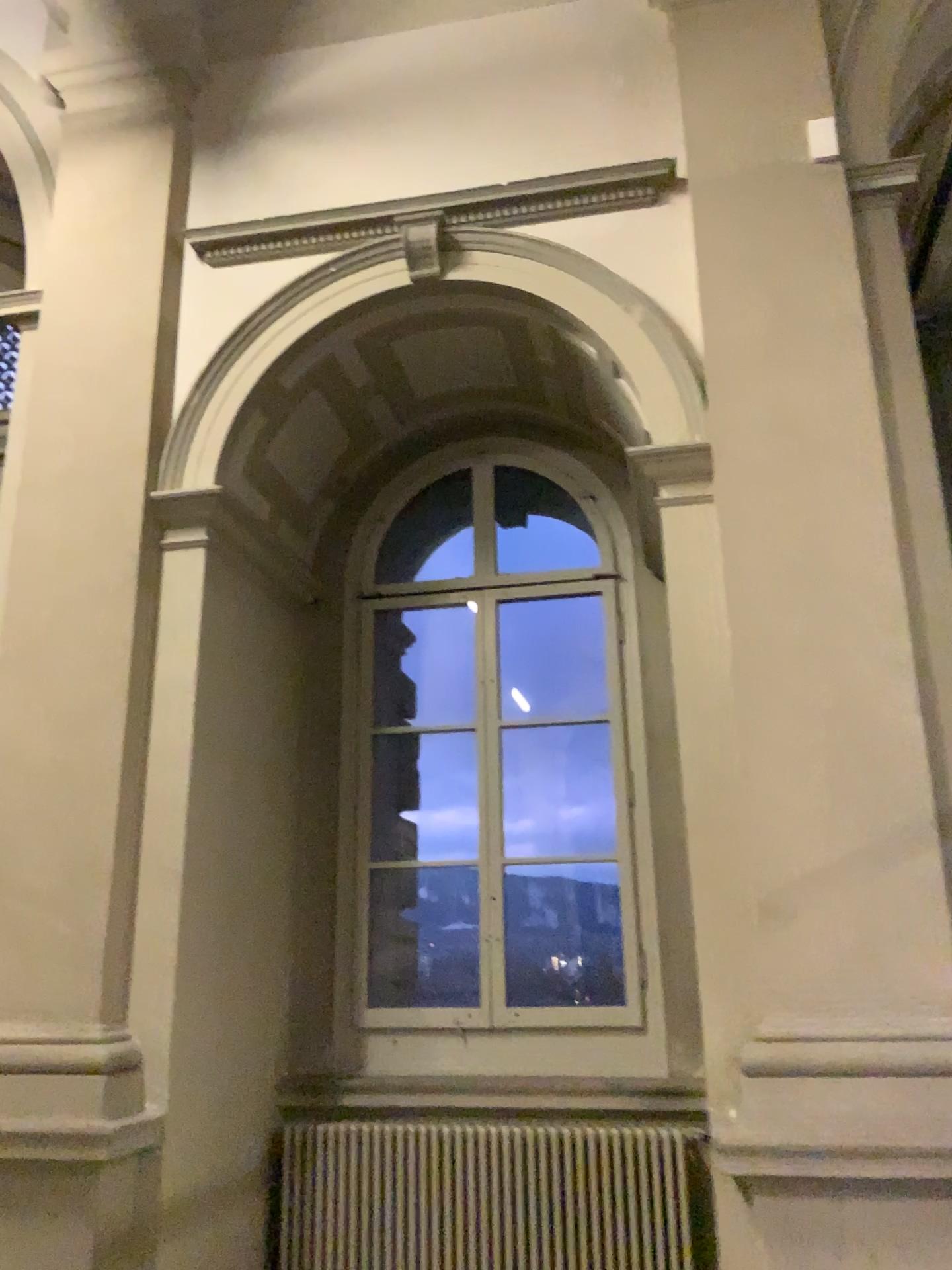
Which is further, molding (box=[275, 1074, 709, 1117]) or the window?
the window

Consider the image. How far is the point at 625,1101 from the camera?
4.07m

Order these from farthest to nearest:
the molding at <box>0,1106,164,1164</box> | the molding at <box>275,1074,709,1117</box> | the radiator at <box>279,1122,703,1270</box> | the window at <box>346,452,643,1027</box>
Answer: the window at <box>346,452,643,1027</box> → the molding at <box>275,1074,709,1117</box> → the radiator at <box>279,1122,703,1270</box> → the molding at <box>0,1106,164,1164</box>

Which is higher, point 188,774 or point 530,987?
point 188,774

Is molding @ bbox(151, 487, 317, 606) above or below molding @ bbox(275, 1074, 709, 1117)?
above

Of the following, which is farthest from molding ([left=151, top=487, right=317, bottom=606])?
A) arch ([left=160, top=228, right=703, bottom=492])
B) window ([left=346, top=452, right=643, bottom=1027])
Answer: window ([left=346, top=452, right=643, bottom=1027])

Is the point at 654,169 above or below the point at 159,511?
above

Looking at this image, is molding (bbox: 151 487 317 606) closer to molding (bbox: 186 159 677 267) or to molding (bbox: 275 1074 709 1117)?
molding (bbox: 186 159 677 267)

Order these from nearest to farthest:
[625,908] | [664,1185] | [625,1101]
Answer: [664,1185] → [625,1101] → [625,908]

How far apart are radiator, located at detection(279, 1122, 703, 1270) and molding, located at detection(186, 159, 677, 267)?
3.50m
